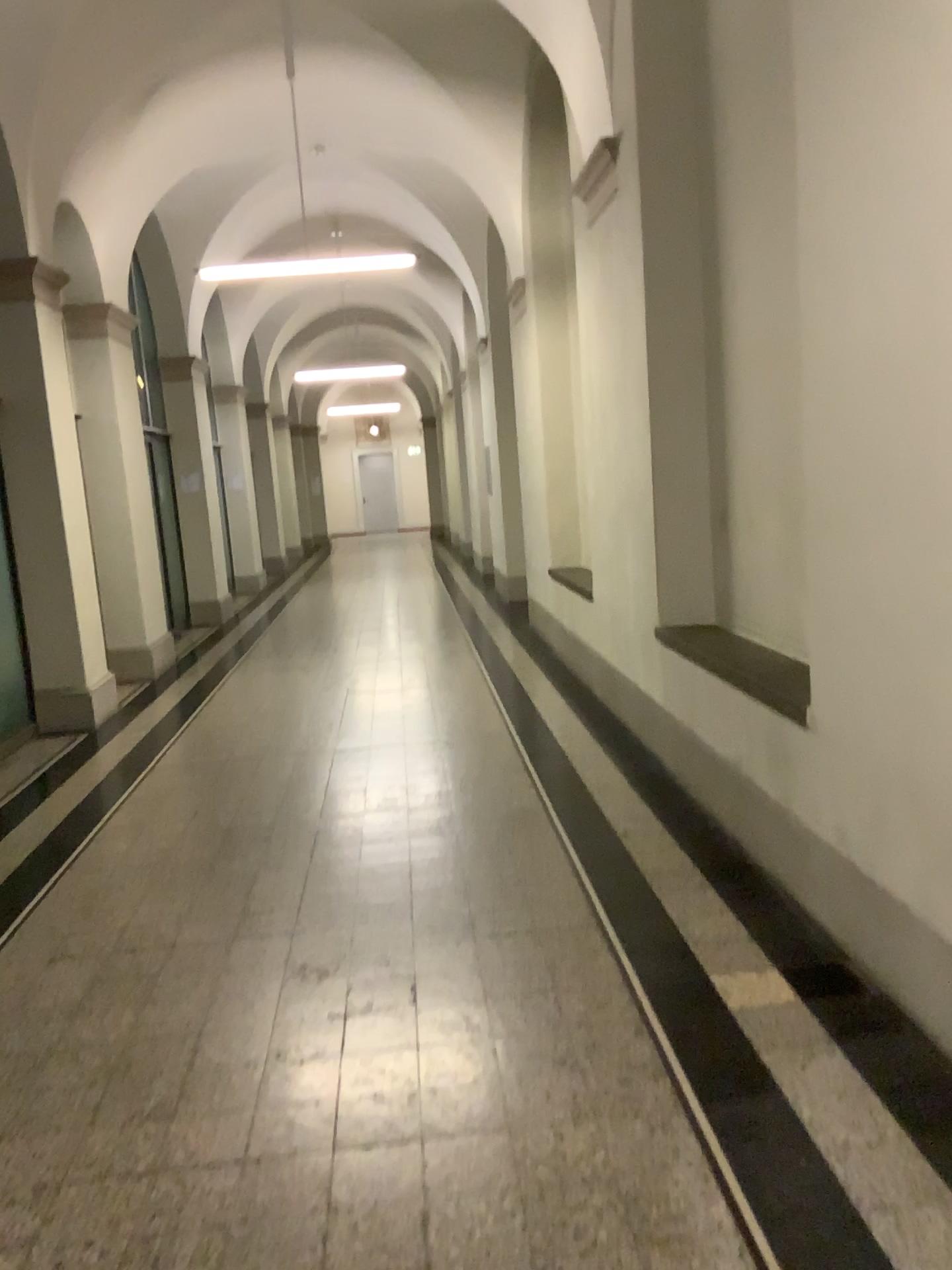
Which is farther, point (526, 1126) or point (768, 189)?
point (768, 189)
